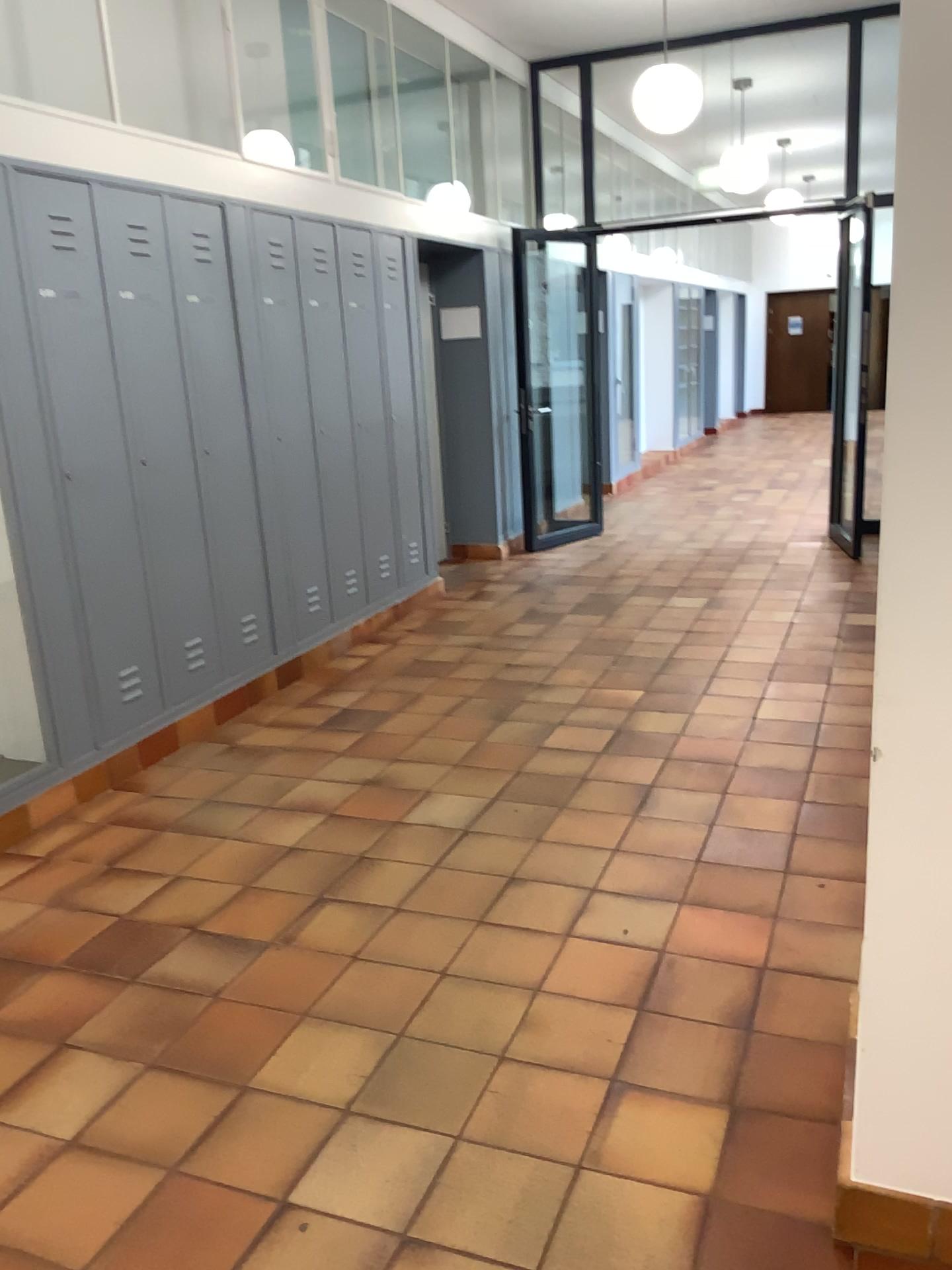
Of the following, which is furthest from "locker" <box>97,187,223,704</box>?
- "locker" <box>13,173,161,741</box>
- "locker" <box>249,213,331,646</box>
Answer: "locker" <box>249,213,331,646</box>

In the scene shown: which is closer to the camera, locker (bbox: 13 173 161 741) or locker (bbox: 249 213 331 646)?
locker (bbox: 13 173 161 741)

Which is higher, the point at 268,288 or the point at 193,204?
the point at 193,204

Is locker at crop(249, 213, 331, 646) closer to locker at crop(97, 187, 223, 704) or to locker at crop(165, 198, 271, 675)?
locker at crop(165, 198, 271, 675)

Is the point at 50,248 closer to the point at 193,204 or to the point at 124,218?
the point at 124,218

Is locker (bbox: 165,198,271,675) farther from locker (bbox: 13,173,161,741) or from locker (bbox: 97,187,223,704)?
locker (bbox: 13,173,161,741)

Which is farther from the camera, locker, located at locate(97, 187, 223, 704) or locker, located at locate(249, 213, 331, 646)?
locker, located at locate(249, 213, 331, 646)

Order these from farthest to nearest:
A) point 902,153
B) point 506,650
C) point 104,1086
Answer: point 506,650 → point 104,1086 → point 902,153

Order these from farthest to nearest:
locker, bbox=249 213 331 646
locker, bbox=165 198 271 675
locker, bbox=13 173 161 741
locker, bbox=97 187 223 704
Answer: locker, bbox=249 213 331 646 < locker, bbox=165 198 271 675 < locker, bbox=97 187 223 704 < locker, bbox=13 173 161 741

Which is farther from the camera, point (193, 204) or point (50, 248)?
point (193, 204)
